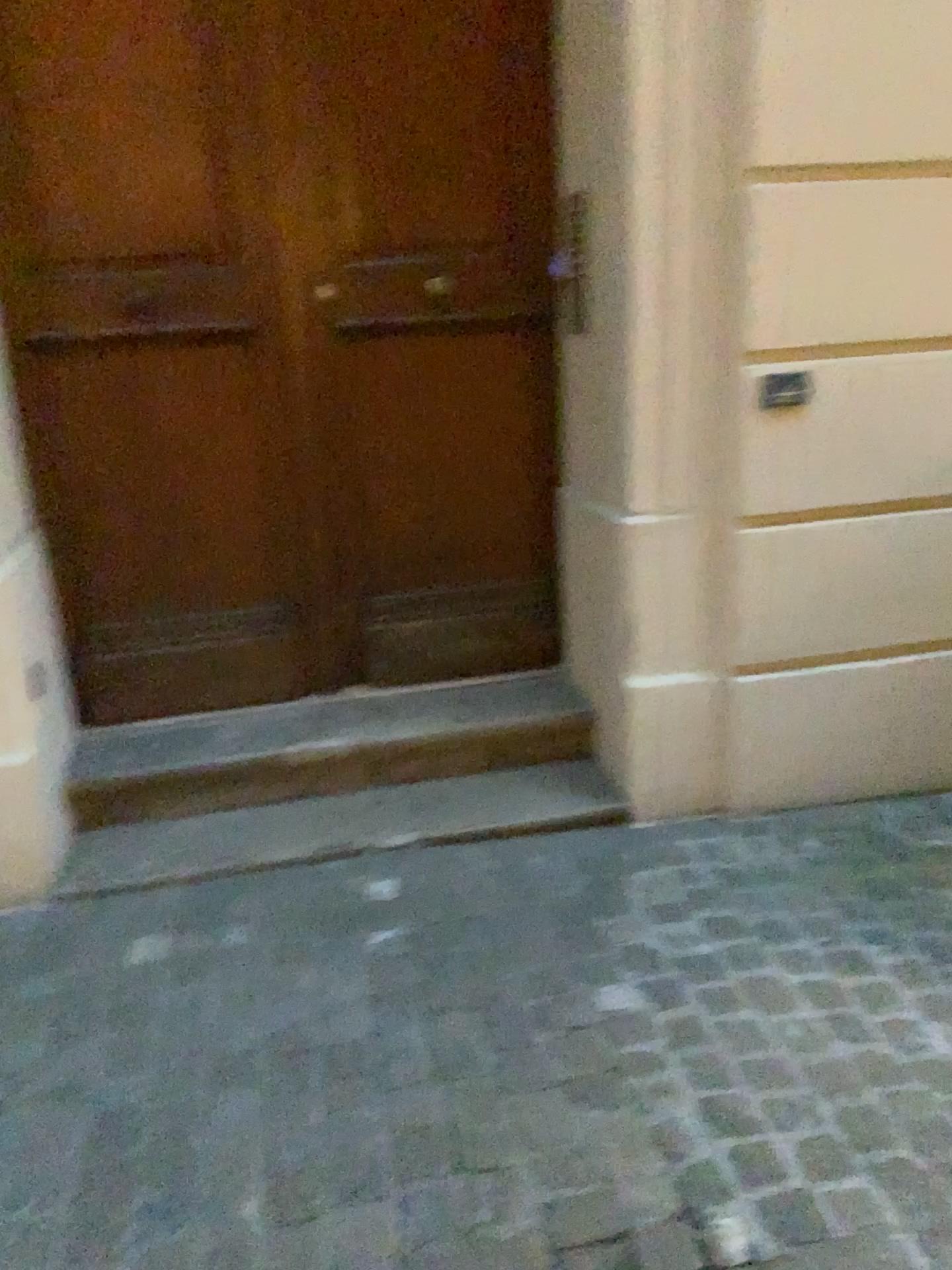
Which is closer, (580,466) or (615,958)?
(615,958)

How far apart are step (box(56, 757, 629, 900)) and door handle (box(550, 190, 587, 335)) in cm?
118

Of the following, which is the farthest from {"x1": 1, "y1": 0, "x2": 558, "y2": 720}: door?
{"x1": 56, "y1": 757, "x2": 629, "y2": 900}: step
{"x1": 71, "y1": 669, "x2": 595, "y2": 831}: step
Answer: {"x1": 56, "y1": 757, "x2": 629, "y2": 900}: step

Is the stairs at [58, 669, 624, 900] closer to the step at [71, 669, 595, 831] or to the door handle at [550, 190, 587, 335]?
the step at [71, 669, 595, 831]

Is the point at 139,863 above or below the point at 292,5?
below

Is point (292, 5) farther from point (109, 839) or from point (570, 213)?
point (109, 839)

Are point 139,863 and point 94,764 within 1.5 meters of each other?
yes

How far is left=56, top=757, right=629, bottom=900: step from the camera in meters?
2.5

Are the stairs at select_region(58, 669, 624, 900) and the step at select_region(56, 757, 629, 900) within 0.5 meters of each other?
yes

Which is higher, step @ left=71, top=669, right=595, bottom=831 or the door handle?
the door handle
